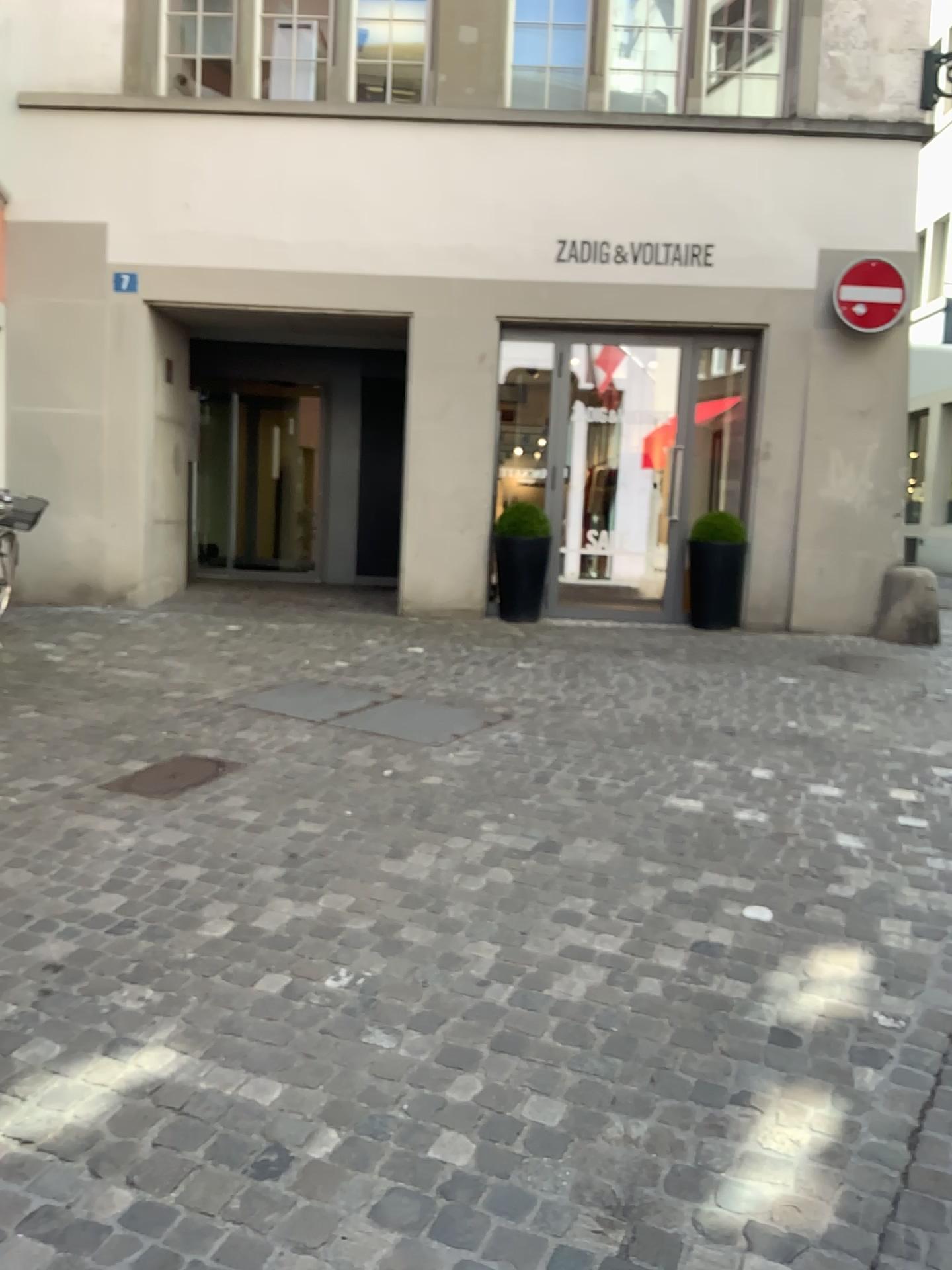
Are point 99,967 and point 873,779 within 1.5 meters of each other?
no
